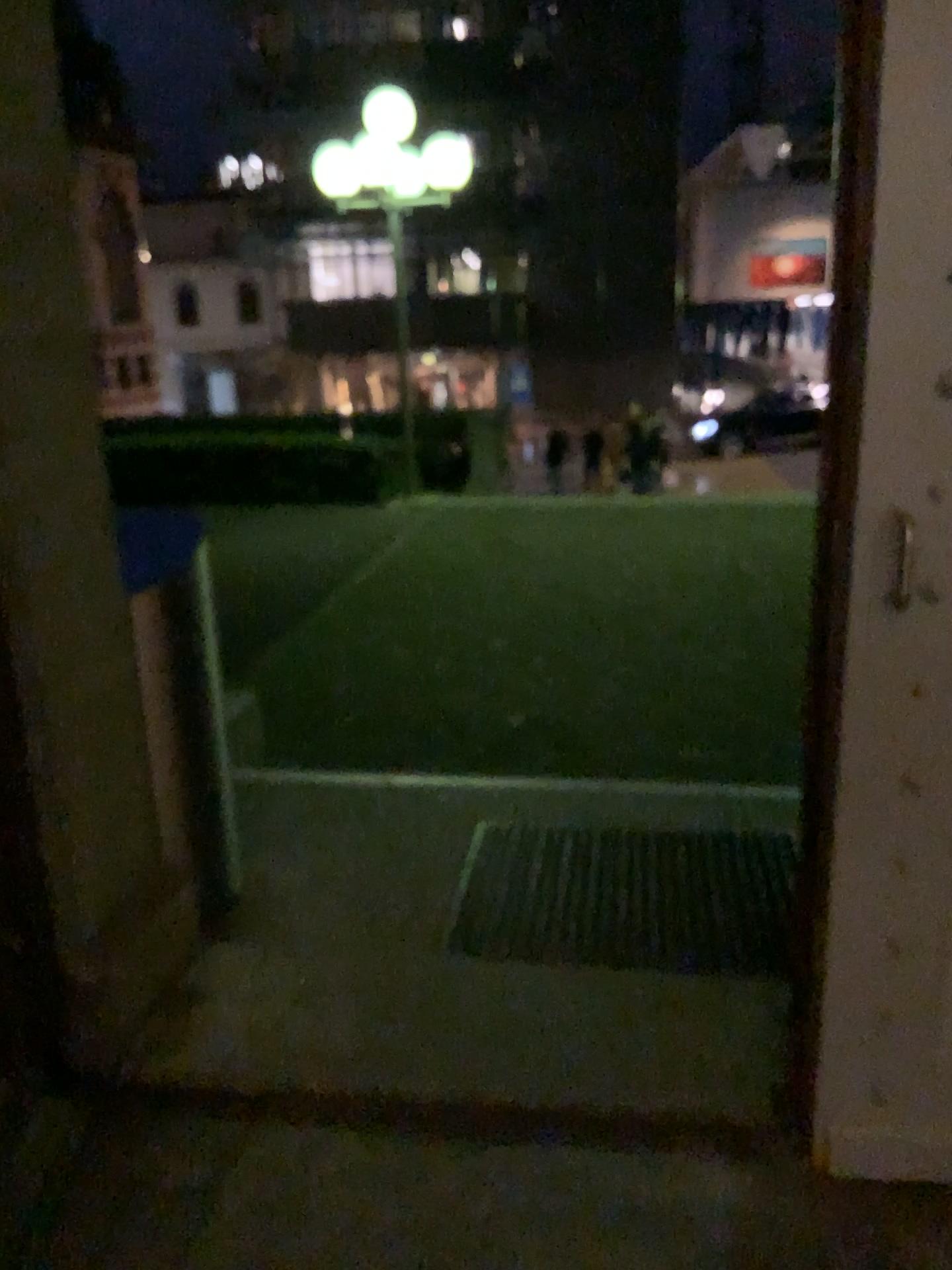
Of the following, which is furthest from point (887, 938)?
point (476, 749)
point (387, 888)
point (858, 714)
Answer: point (476, 749)

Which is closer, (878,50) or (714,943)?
(878,50)

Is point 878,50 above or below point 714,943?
above

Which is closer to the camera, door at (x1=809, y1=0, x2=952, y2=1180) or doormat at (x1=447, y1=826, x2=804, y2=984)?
door at (x1=809, y1=0, x2=952, y2=1180)
